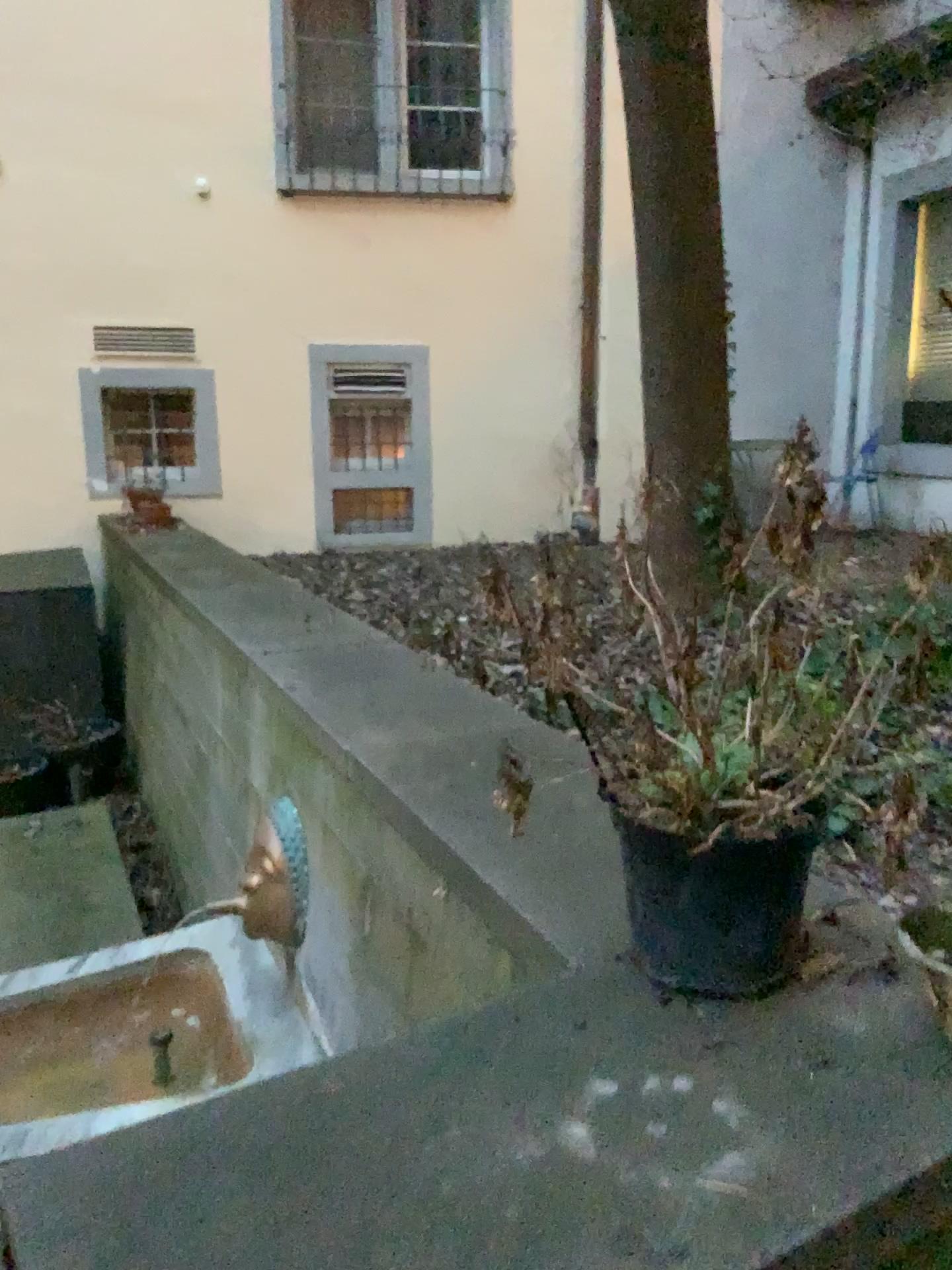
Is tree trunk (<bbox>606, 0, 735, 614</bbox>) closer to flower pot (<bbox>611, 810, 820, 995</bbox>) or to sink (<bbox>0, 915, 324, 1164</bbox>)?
sink (<bbox>0, 915, 324, 1164</bbox>)

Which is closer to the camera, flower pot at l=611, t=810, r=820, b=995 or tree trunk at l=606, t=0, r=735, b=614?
flower pot at l=611, t=810, r=820, b=995

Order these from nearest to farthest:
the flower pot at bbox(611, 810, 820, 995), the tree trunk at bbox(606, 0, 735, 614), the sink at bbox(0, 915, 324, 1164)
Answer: the flower pot at bbox(611, 810, 820, 995)
the sink at bbox(0, 915, 324, 1164)
the tree trunk at bbox(606, 0, 735, 614)

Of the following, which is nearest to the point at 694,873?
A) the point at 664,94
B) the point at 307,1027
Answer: the point at 307,1027

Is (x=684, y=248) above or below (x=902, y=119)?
below

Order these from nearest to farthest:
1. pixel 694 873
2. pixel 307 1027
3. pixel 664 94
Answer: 1. pixel 694 873
2. pixel 307 1027
3. pixel 664 94

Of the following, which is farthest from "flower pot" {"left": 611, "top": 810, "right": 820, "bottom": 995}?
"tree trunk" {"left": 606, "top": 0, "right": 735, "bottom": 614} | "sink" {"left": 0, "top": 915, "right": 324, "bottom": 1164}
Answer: "tree trunk" {"left": 606, "top": 0, "right": 735, "bottom": 614}

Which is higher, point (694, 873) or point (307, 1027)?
point (694, 873)

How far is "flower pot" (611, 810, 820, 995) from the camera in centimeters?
127cm

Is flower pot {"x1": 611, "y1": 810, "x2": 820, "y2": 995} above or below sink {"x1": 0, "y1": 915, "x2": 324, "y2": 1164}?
above
